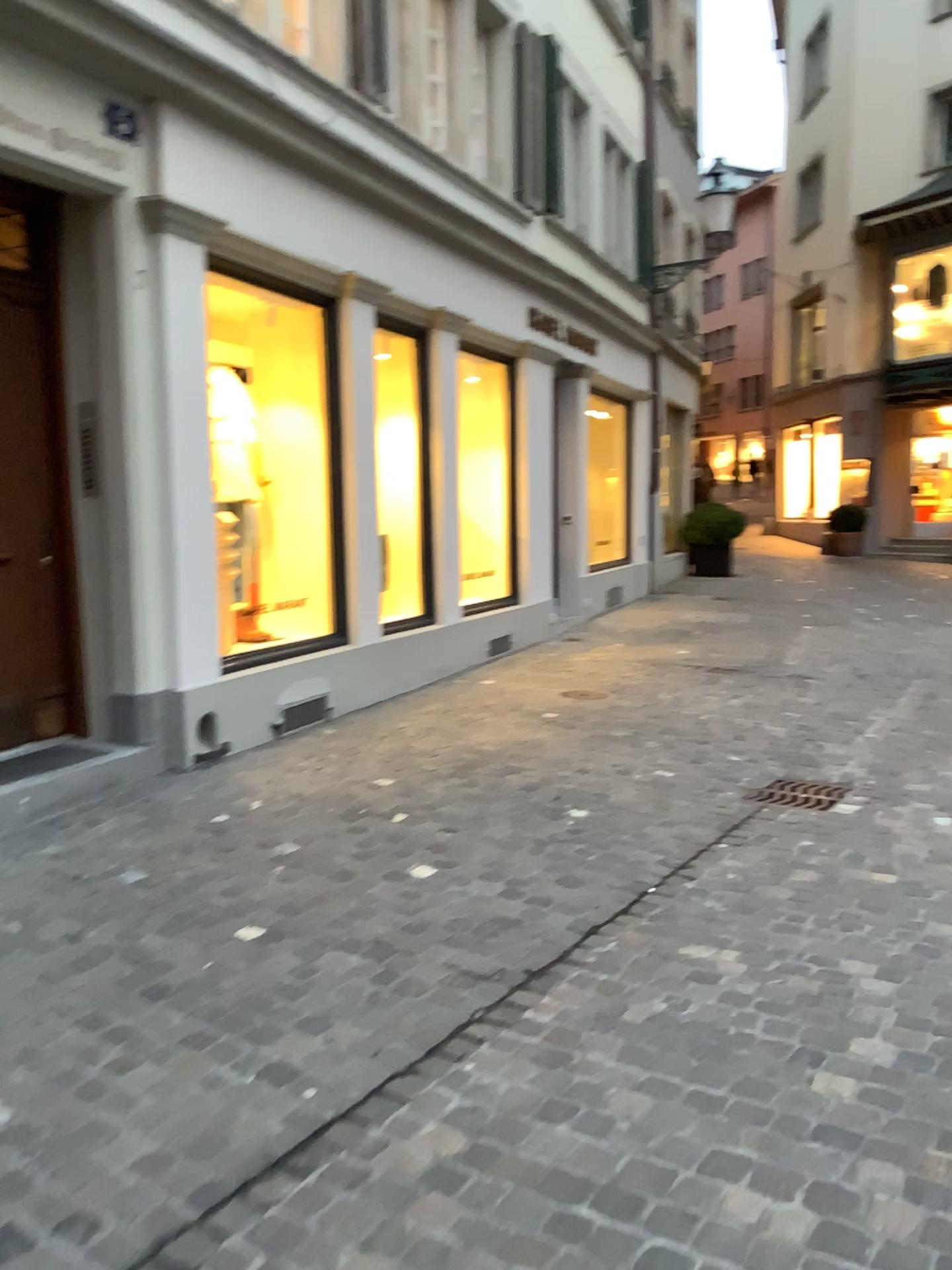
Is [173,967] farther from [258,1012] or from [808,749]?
[808,749]
